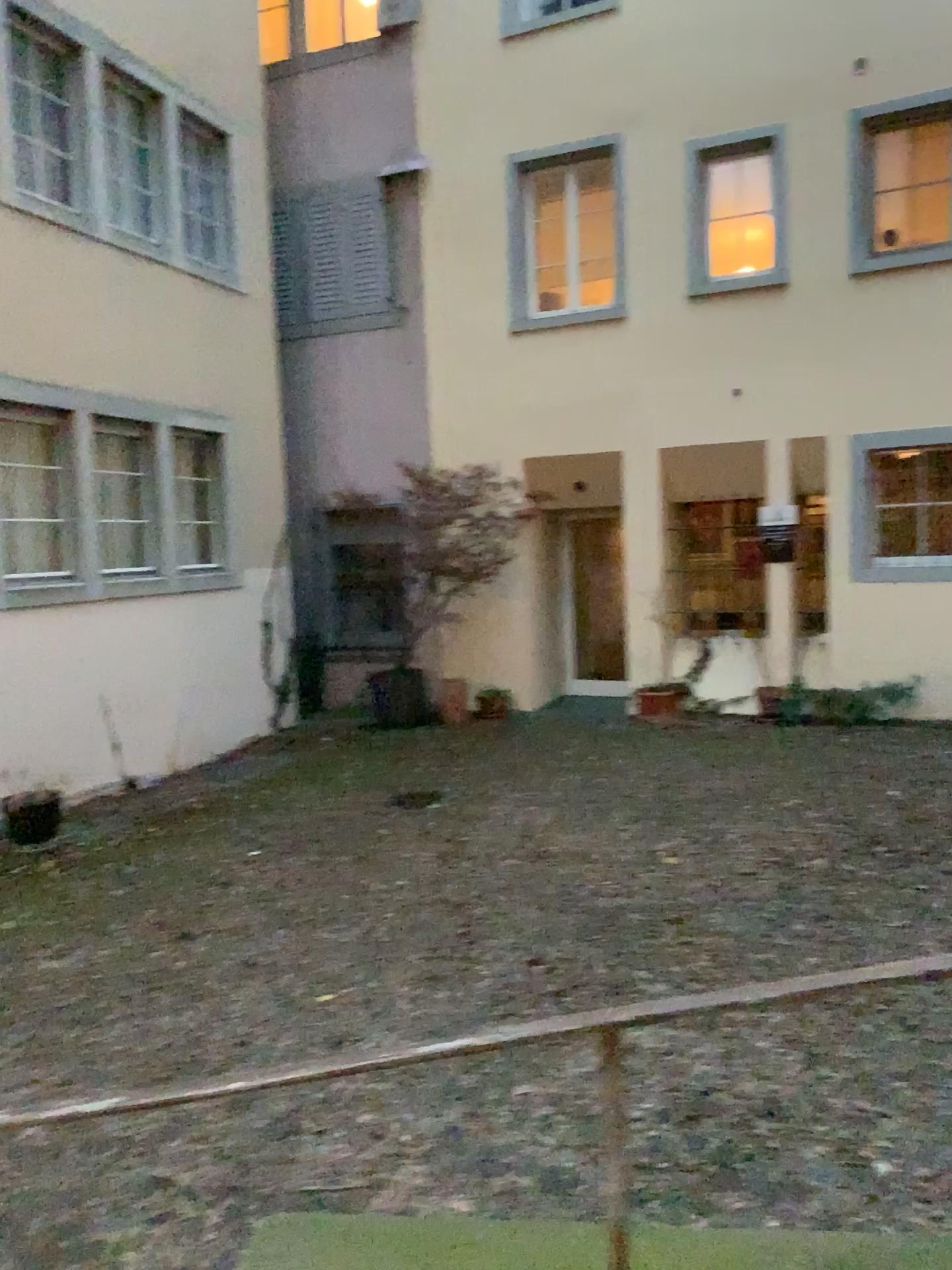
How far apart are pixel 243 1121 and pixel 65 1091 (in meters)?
0.66
